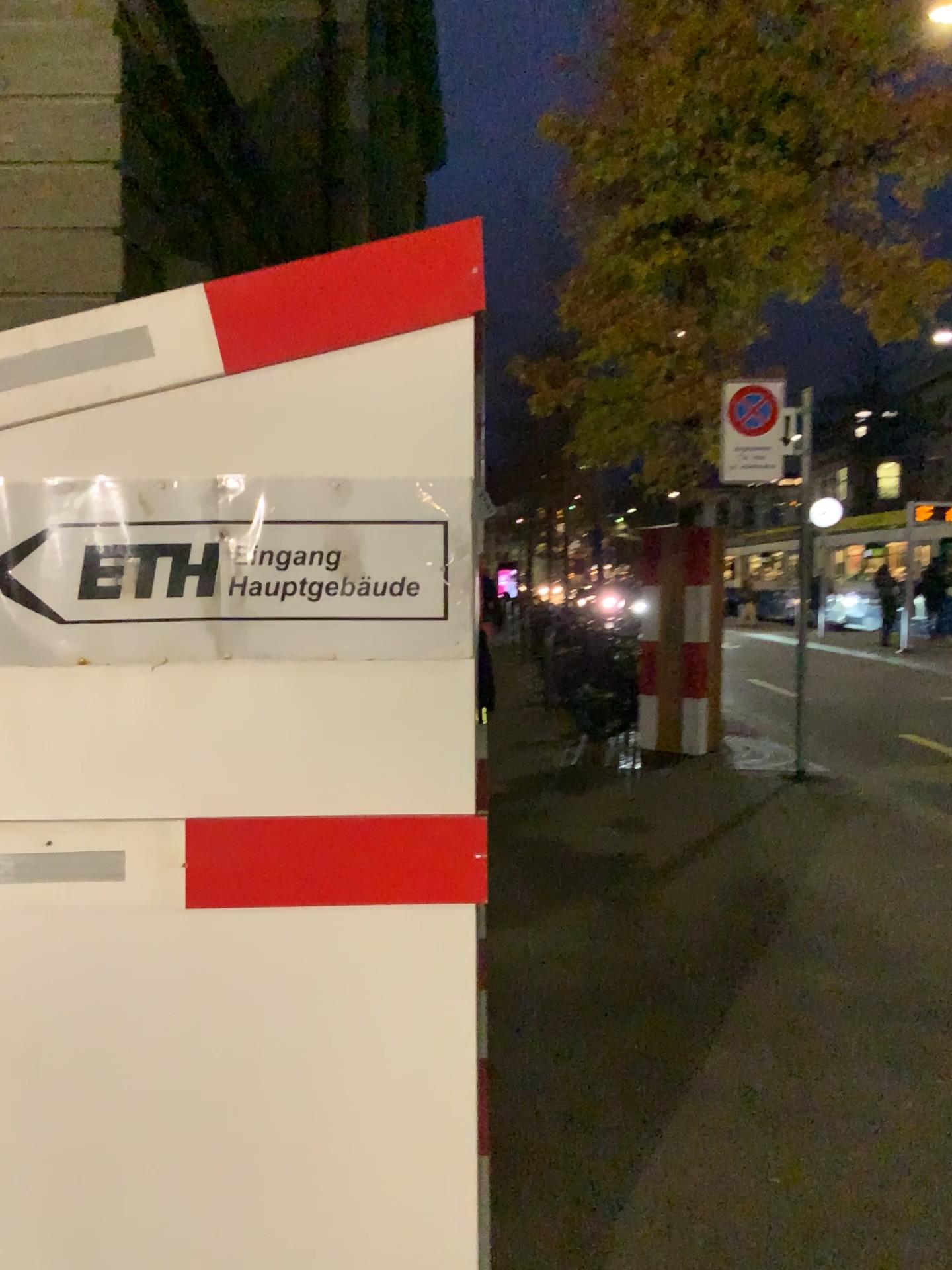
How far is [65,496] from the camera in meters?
1.7

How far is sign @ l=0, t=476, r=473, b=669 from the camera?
1.69m

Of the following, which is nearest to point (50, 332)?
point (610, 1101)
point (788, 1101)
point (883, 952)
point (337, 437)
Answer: point (337, 437)
